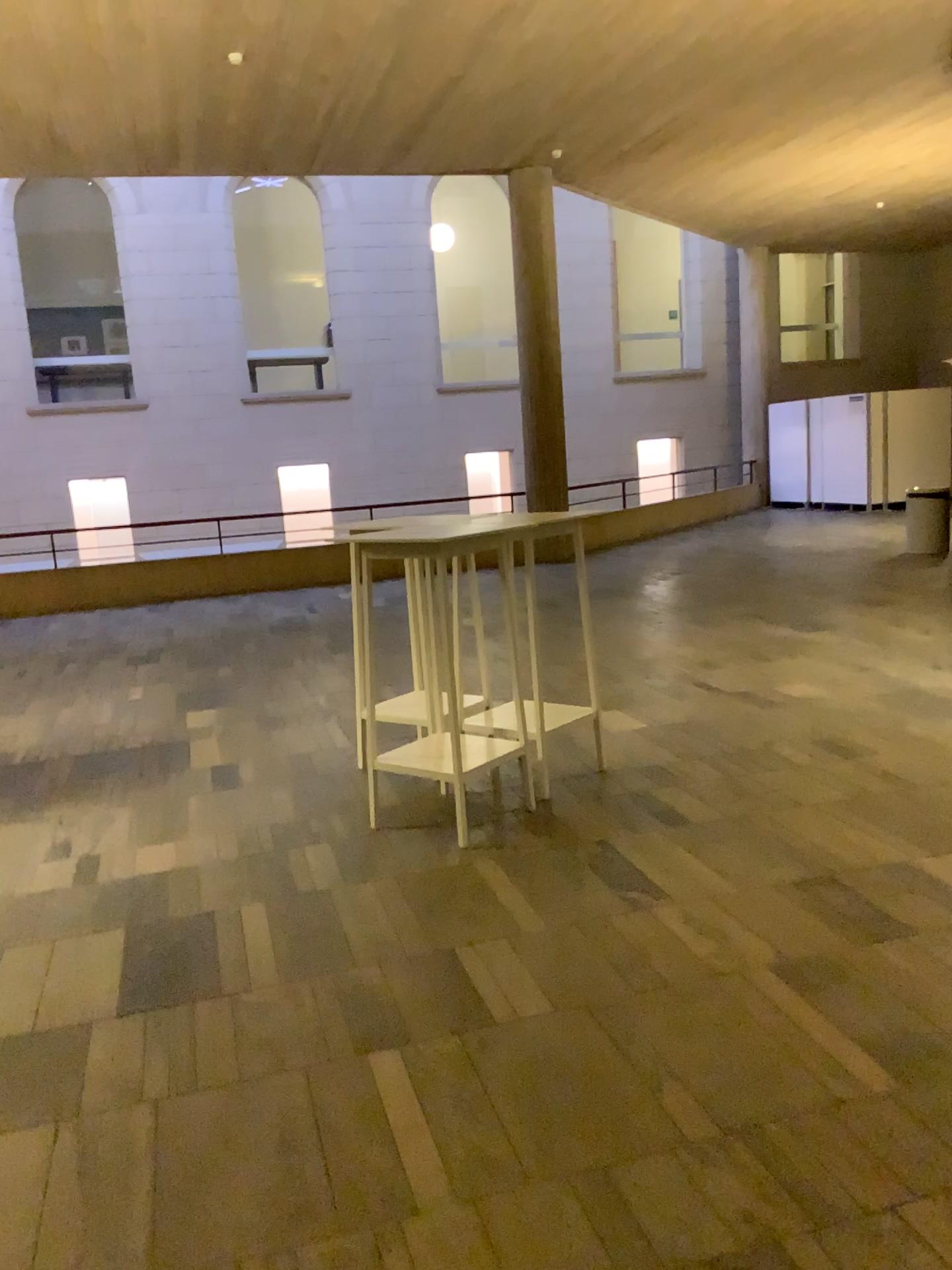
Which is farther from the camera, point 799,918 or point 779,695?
point 779,695
